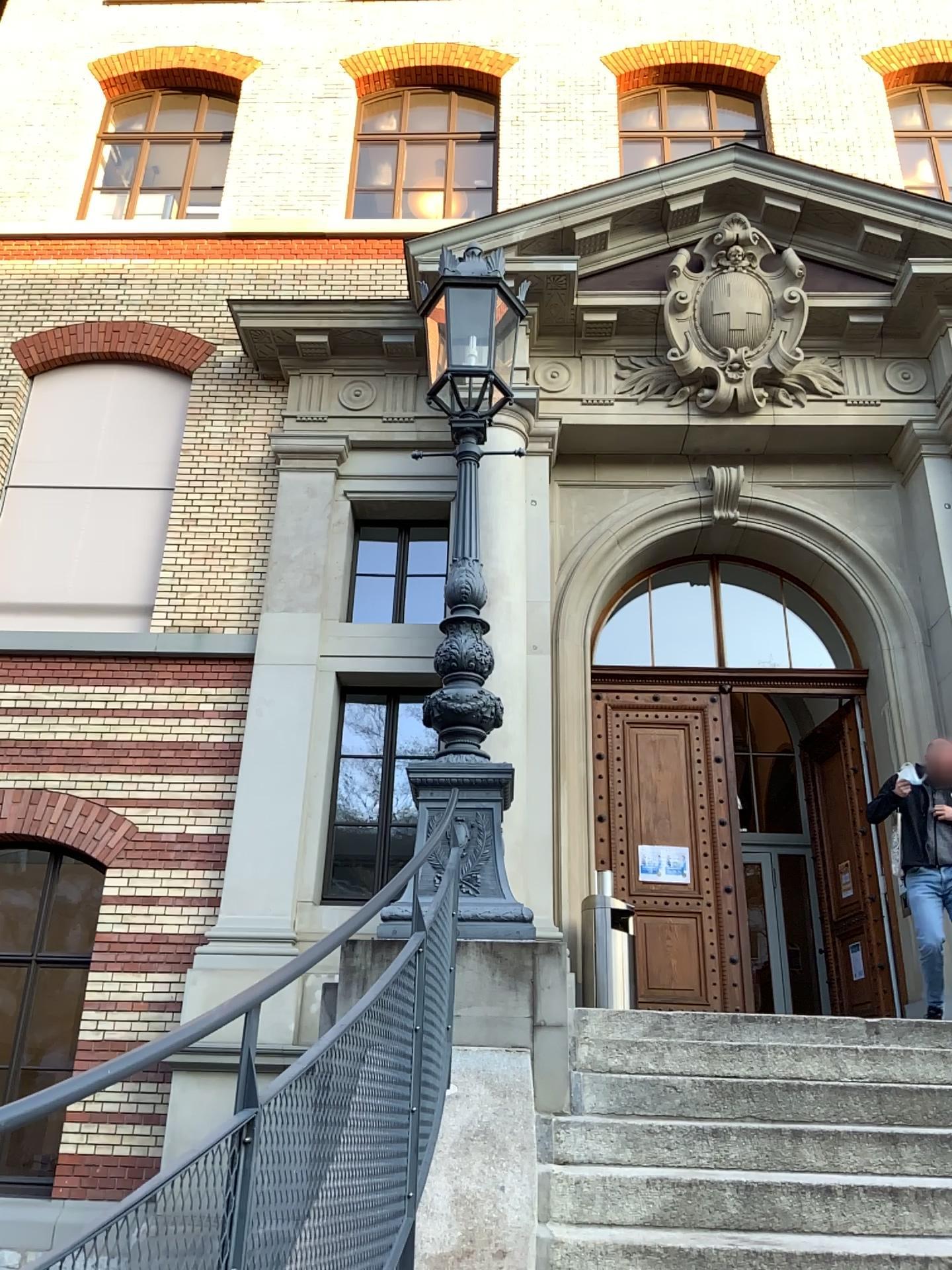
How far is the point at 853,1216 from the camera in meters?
3.0 m

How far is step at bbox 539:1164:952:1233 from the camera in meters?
3.0

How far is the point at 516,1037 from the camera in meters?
3.9
